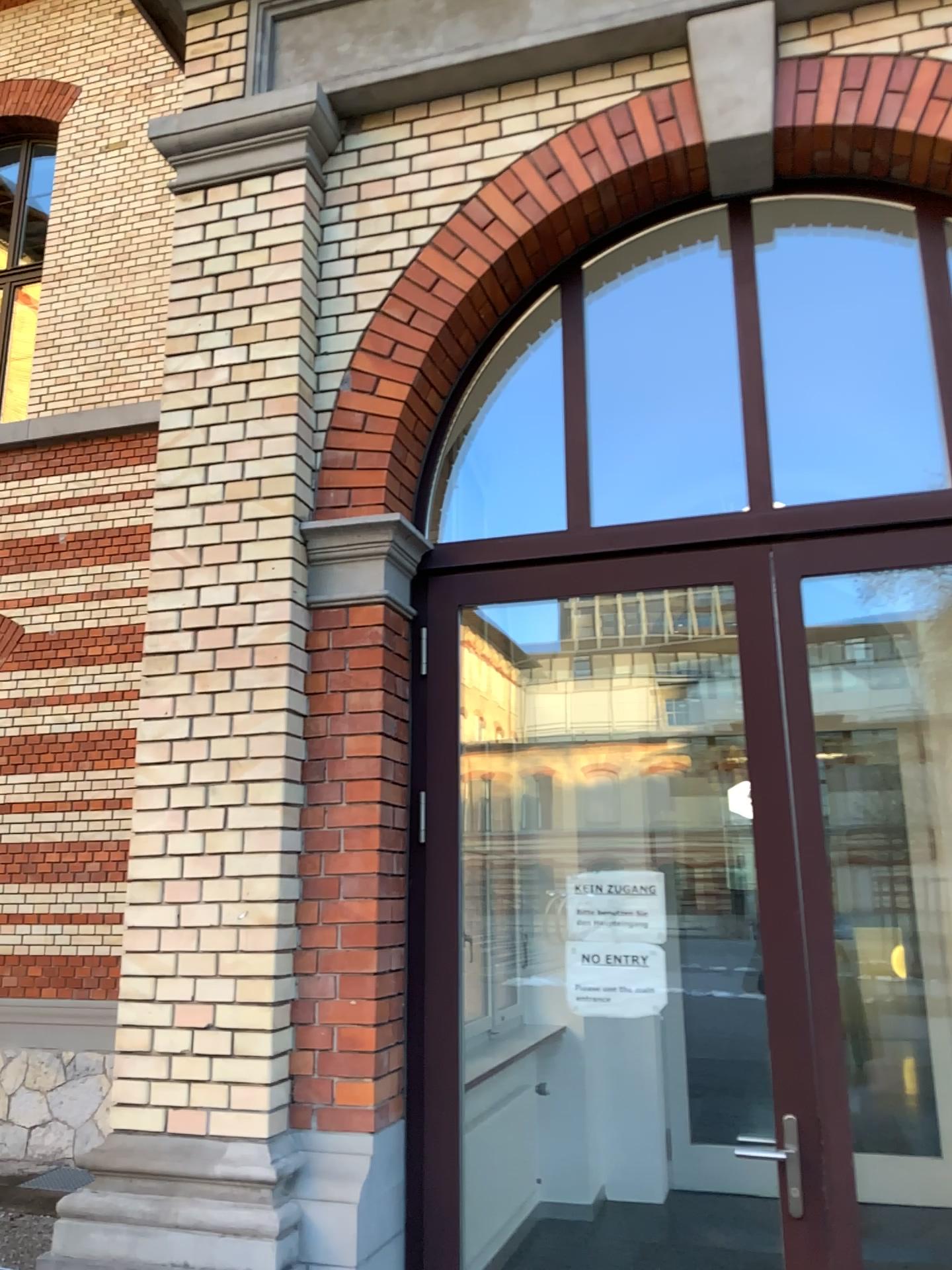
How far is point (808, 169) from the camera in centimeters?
341cm

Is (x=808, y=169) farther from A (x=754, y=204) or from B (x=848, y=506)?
B (x=848, y=506)

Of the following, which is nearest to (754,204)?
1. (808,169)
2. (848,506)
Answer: (808,169)

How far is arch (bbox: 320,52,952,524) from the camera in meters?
3.4

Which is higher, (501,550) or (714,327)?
(714,327)
